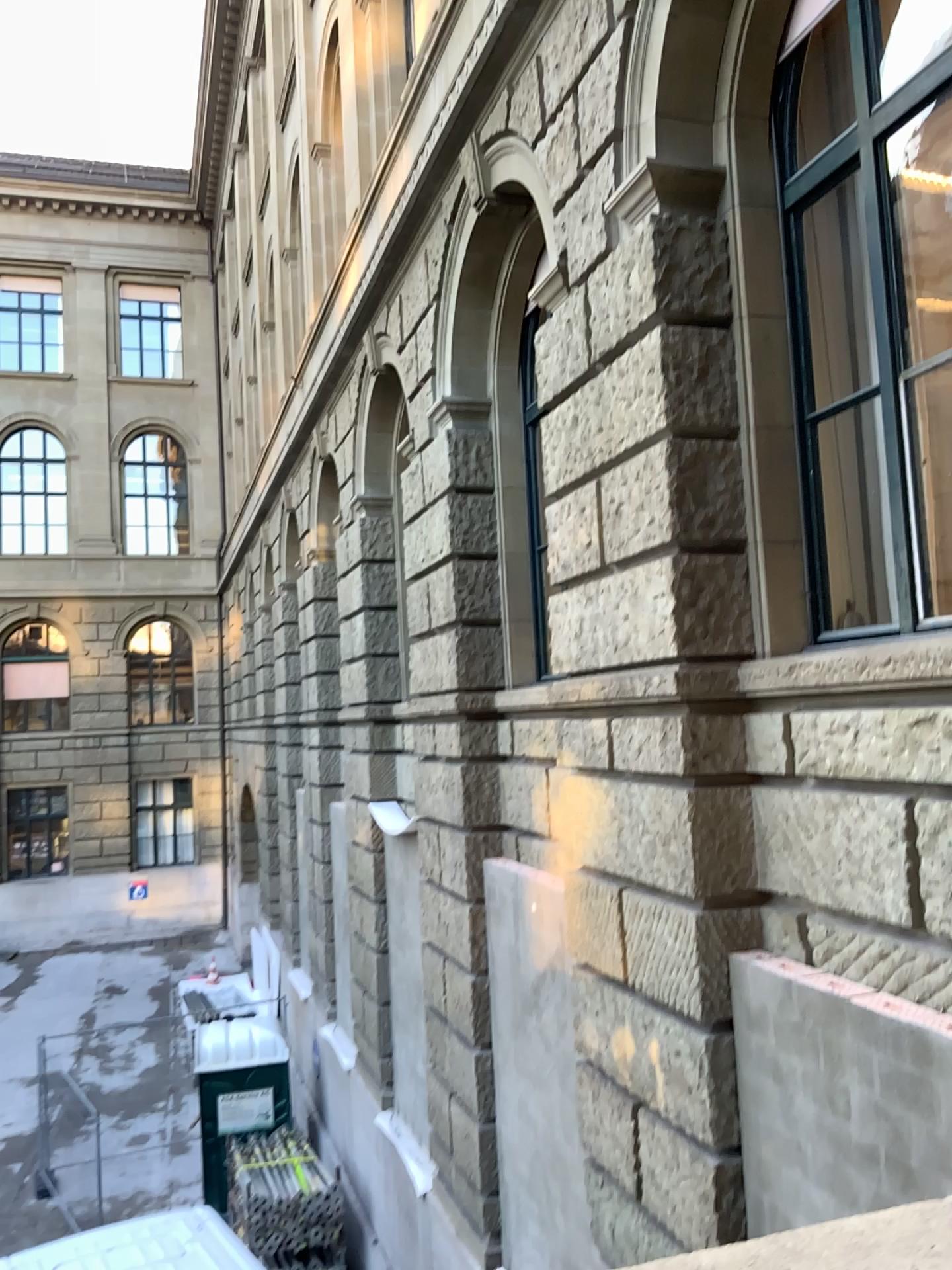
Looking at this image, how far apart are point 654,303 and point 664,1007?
3.16m
